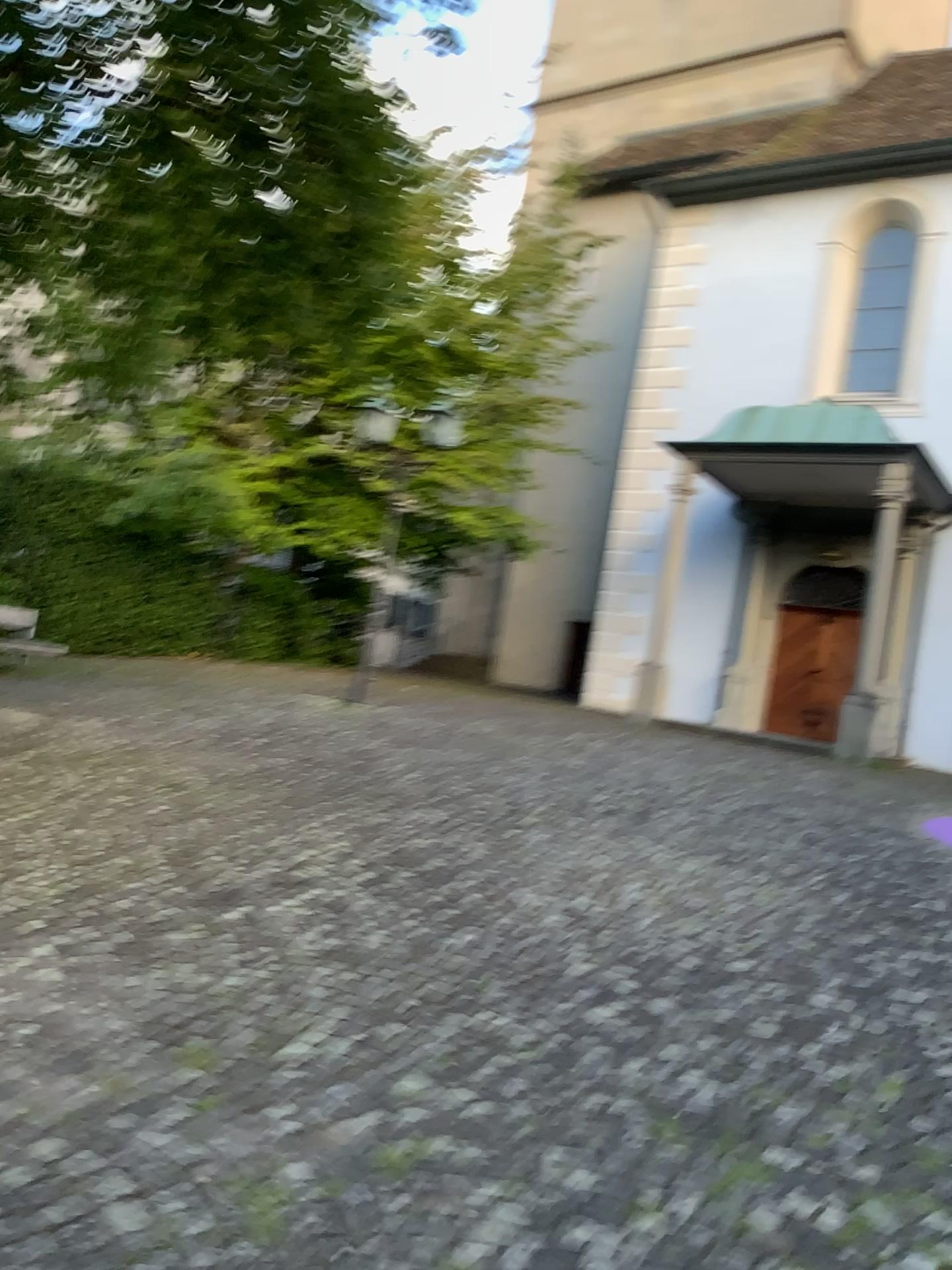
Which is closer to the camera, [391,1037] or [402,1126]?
[402,1126]
